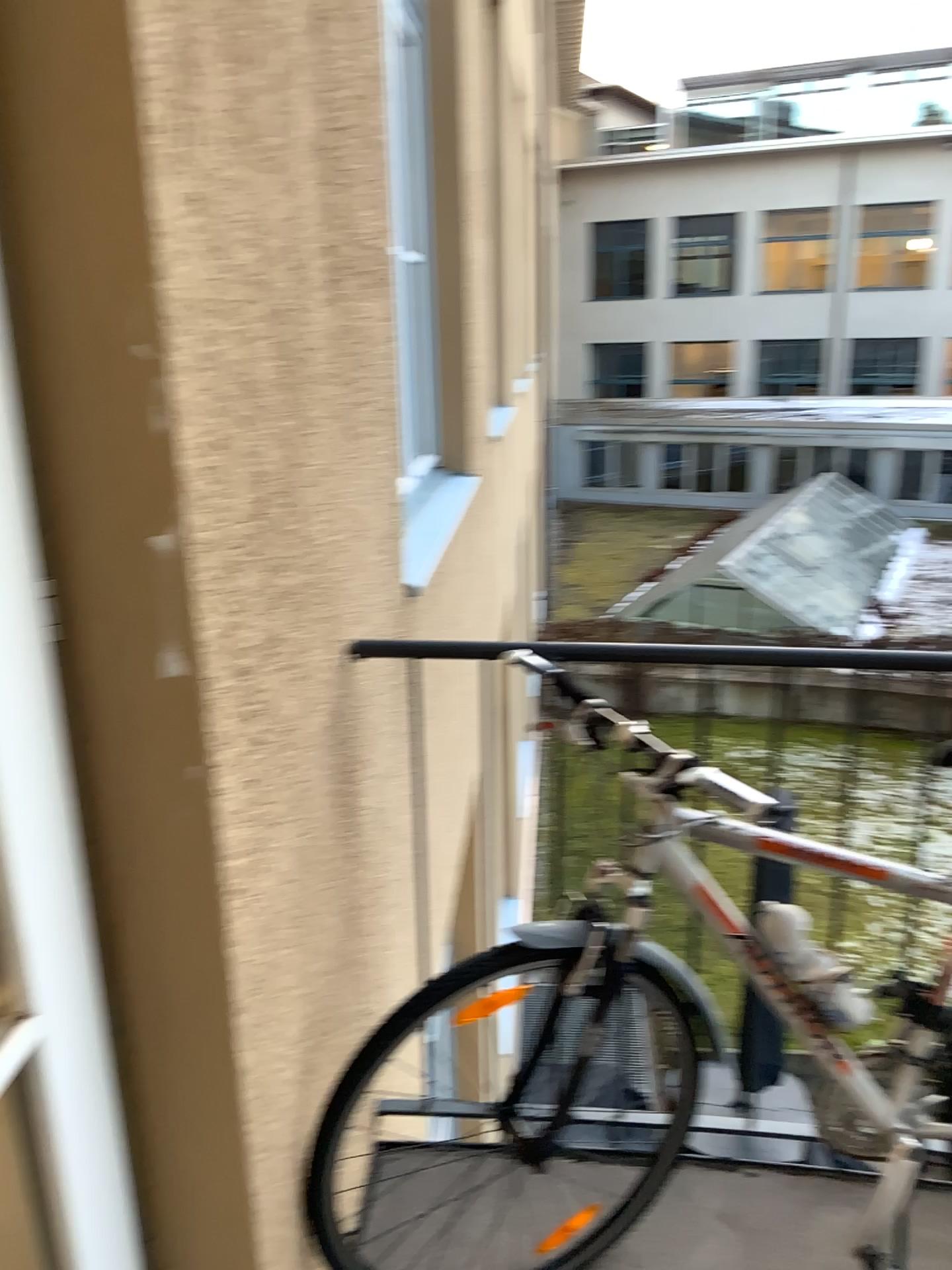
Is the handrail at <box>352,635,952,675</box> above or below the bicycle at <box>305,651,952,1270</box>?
above

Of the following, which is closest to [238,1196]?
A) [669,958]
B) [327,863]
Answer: [327,863]
